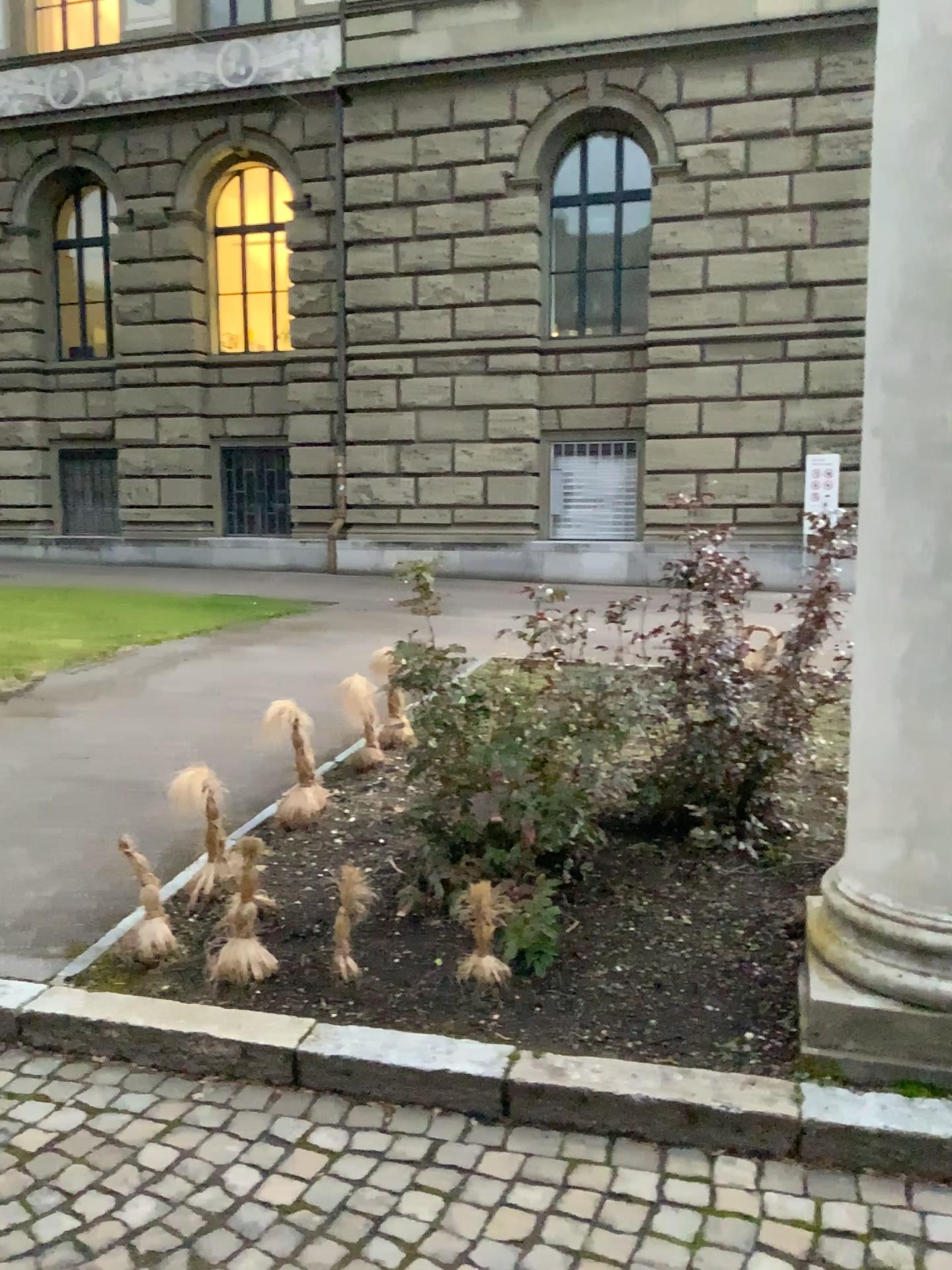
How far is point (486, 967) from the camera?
3.1m

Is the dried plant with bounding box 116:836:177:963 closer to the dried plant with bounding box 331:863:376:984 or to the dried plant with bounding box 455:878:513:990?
the dried plant with bounding box 331:863:376:984

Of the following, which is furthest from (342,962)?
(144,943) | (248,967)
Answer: (144,943)

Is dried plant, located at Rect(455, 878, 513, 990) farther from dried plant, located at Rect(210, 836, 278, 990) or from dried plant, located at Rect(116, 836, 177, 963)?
dried plant, located at Rect(116, 836, 177, 963)

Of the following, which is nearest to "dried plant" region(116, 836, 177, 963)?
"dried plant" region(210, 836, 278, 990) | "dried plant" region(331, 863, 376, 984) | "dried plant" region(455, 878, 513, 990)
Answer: "dried plant" region(210, 836, 278, 990)

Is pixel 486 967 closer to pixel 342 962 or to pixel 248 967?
pixel 342 962

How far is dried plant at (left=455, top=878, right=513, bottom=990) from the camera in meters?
3.1 m

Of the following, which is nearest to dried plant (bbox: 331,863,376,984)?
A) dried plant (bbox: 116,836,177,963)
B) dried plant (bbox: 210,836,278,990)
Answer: dried plant (bbox: 210,836,278,990)

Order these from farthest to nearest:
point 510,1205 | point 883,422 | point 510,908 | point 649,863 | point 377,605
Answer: point 377,605 < point 649,863 < point 510,908 < point 883,422 < point 510,1205
